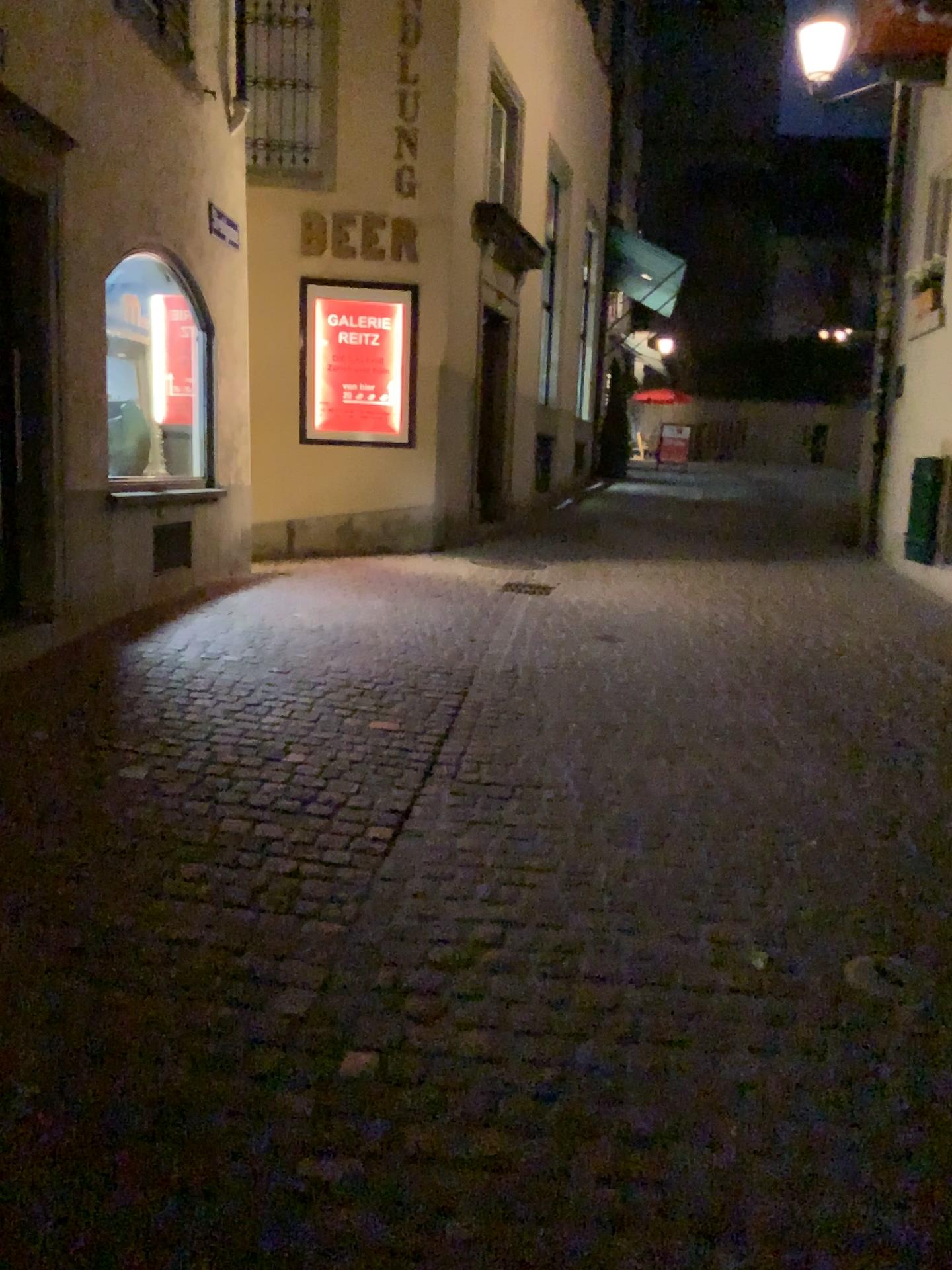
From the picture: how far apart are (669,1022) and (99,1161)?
1.2m
